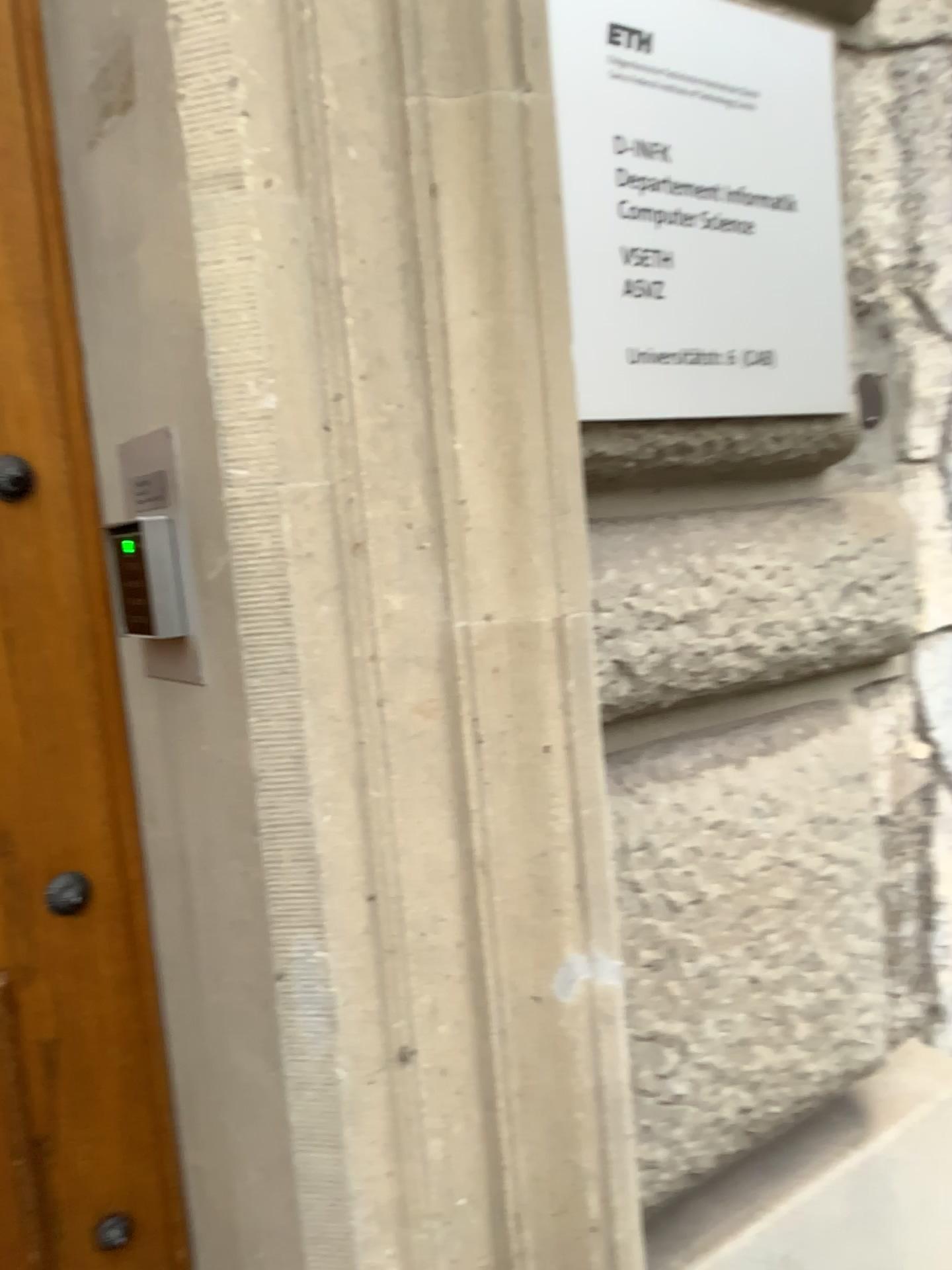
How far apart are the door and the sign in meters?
0.5 m

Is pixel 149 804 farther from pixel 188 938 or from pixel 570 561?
pixel 570 561

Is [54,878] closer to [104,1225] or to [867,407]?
[104,1225]

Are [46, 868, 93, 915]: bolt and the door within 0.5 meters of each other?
yes

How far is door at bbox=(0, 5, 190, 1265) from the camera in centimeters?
99cm

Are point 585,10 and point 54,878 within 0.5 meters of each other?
no

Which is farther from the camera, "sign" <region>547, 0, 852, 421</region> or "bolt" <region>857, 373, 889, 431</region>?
"bolt" <region>857, 373, 889, 431</region>

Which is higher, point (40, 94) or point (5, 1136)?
point (40, 94)

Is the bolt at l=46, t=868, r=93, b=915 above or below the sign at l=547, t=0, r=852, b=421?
below

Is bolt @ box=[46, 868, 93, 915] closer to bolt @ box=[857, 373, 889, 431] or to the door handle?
the door handle
